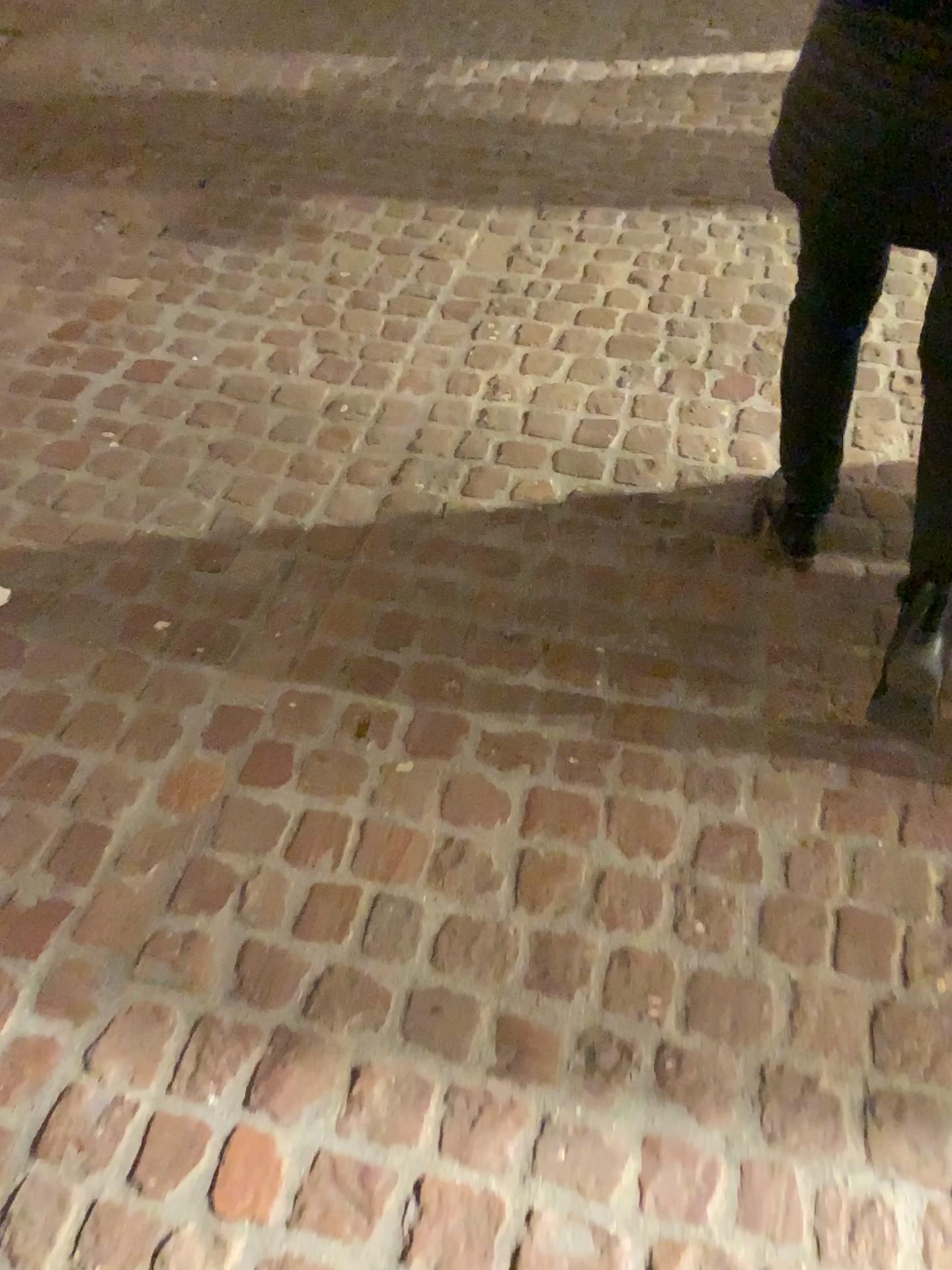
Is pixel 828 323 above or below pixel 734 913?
above

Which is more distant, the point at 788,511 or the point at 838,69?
the point at 788,511

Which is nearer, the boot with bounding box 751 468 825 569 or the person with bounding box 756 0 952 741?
the person with bounding box 756 0 952 741

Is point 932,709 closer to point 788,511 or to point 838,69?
point 788,511

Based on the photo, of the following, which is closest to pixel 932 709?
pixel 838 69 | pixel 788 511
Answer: pixel 788 511
